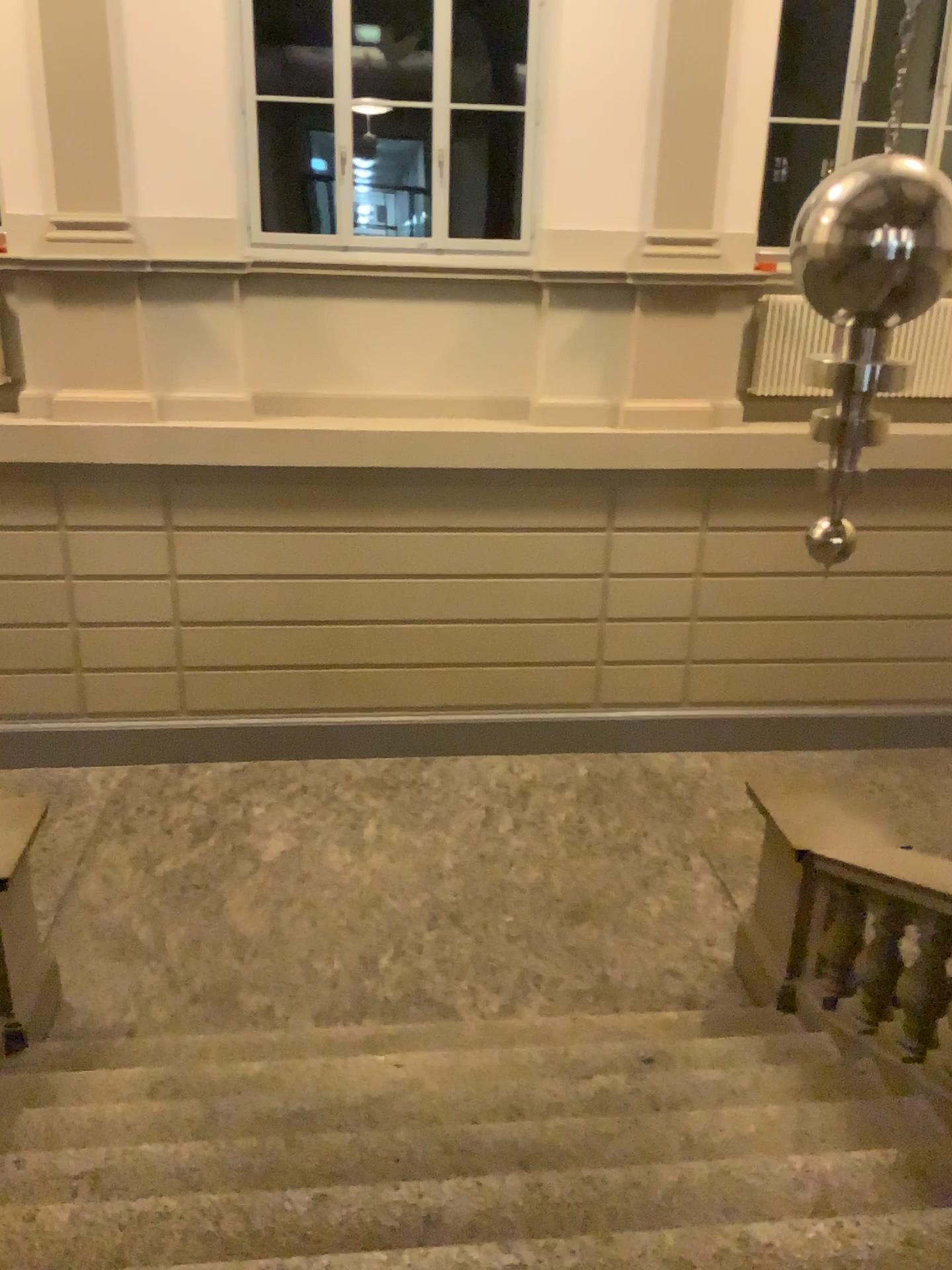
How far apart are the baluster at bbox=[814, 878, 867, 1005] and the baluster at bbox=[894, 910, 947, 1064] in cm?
32

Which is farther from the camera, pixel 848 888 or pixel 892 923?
pixel 848 888

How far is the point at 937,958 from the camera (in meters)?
3.62

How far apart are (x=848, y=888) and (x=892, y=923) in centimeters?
27cm

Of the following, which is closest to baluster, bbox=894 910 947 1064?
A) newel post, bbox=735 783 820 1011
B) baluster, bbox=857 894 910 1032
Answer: baluster, bbox=857 894 910 1032

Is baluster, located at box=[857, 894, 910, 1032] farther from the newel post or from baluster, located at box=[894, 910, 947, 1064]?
the newel post

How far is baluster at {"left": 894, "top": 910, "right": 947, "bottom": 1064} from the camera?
3.6m

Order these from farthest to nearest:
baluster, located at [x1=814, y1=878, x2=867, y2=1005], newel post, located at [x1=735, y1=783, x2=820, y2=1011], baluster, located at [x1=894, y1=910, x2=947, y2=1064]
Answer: newel post, located at [x1=735, y1=783, x2=820, y2=1011]
baluster, located at [x1=814, y1=878, x2=867, y2=1005]
baluster, located at [x1=894, y1=910, x2=947, y2=1064]

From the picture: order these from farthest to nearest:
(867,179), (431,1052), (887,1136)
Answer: (431,1052) < (867,179) < (887,1136)

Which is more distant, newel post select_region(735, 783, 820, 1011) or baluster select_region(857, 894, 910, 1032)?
newel post select_region(735, 783, 820, 1011)
